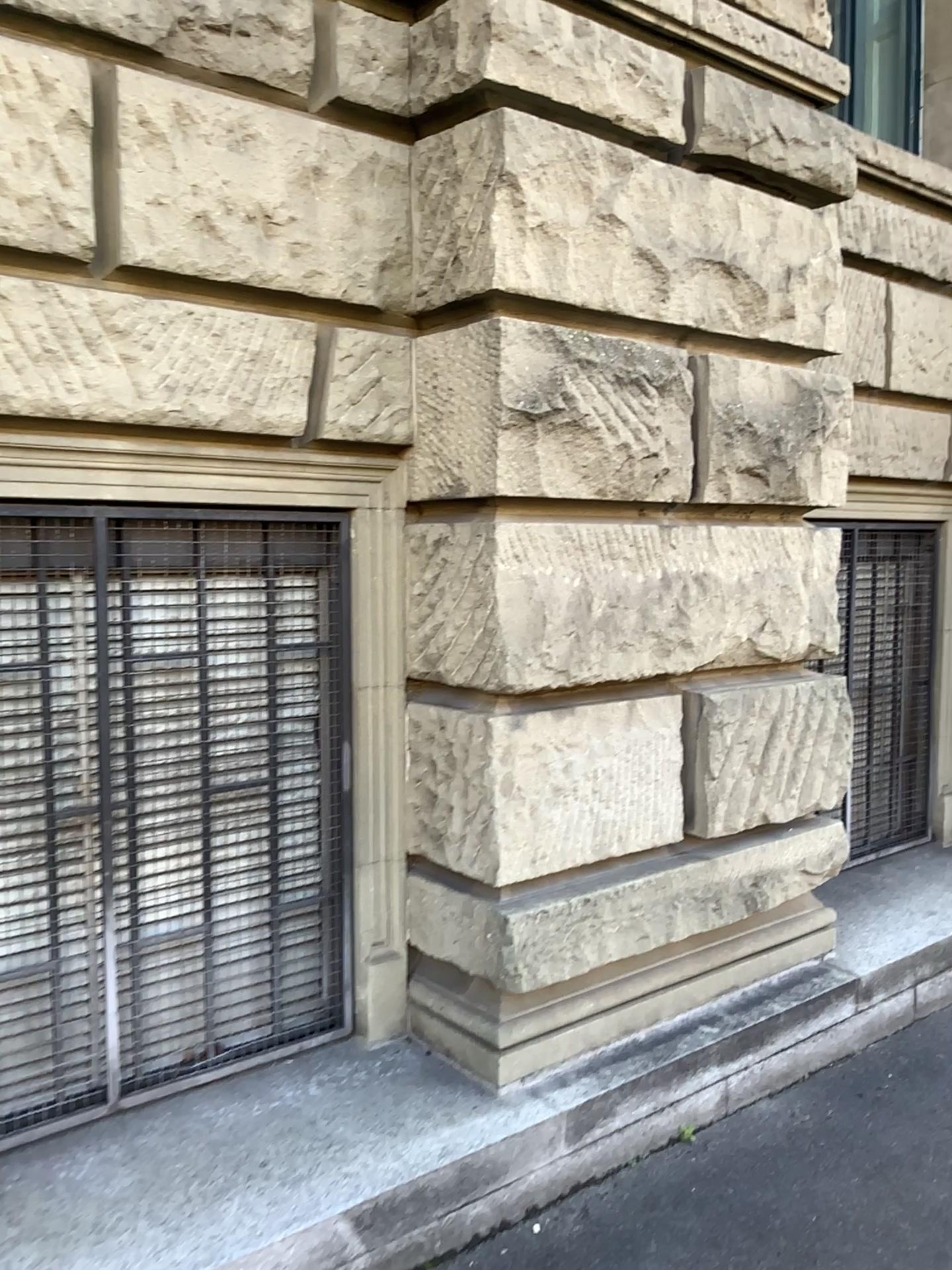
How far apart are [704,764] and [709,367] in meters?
1.2

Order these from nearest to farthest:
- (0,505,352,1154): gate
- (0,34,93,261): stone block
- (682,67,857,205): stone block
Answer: (0,34,93,261): stone block < (0,505,352,1154): gate < (682,67,857,205): stone block

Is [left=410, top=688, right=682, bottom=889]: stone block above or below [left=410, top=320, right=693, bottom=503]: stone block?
below

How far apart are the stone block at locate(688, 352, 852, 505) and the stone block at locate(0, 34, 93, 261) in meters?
1.7 m

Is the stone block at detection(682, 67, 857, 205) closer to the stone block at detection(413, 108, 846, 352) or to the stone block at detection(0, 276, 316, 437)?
the stone block at detection(413, 108, 846, 352)

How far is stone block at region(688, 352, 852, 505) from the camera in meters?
3.1 m

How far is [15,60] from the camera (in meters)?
2.24

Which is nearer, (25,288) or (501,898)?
(25,288)

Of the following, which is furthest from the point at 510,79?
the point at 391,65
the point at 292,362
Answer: the point at 292,362

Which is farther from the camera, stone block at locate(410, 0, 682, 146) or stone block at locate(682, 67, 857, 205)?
stone block at locate(682, 67, 857, 205)
